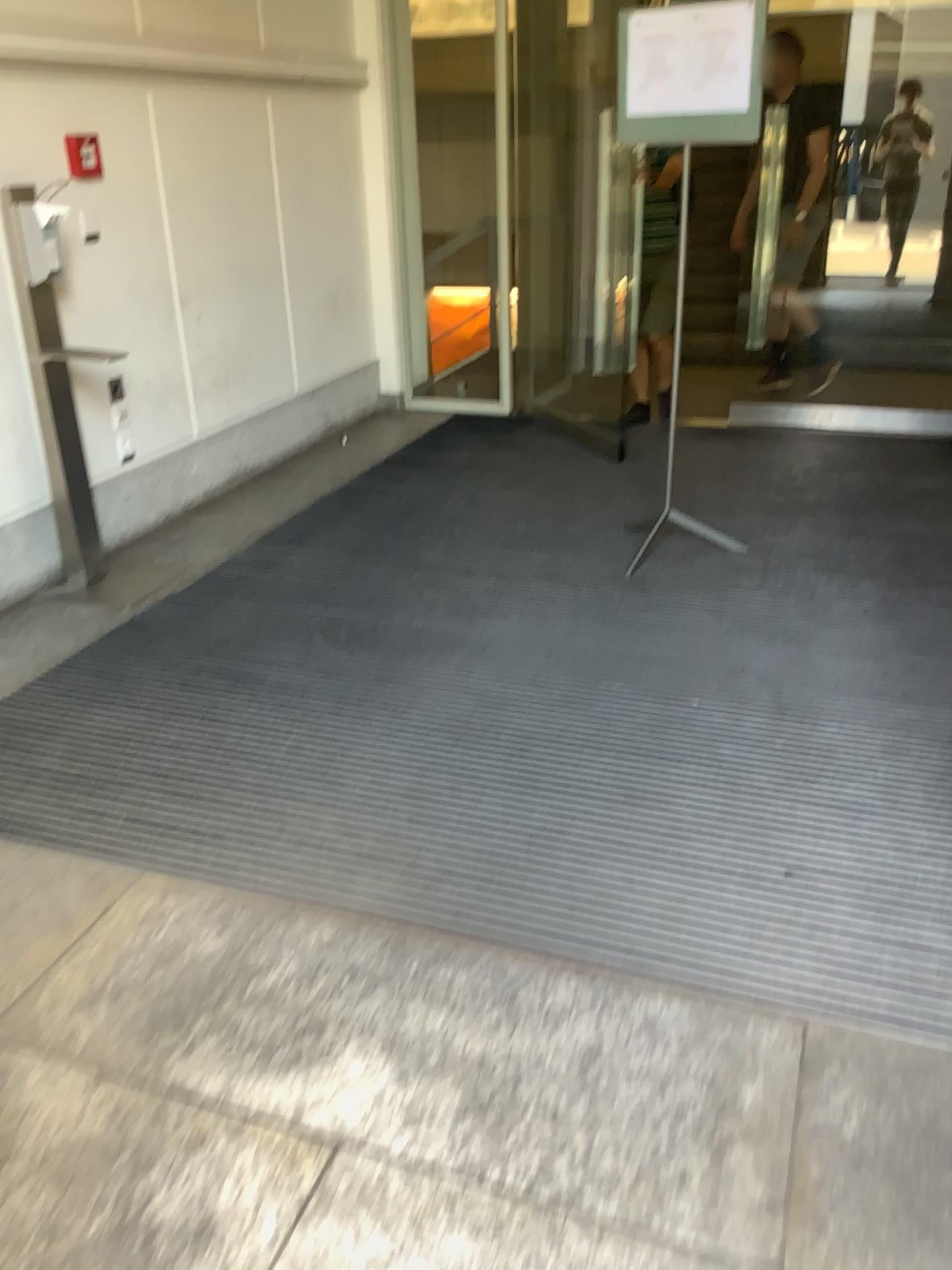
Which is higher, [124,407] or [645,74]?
[645,74]

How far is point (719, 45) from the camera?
3.3 meters

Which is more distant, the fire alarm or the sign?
the fire alarm

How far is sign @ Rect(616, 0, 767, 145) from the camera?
3.3m

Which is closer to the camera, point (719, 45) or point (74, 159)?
point (719, 45)
